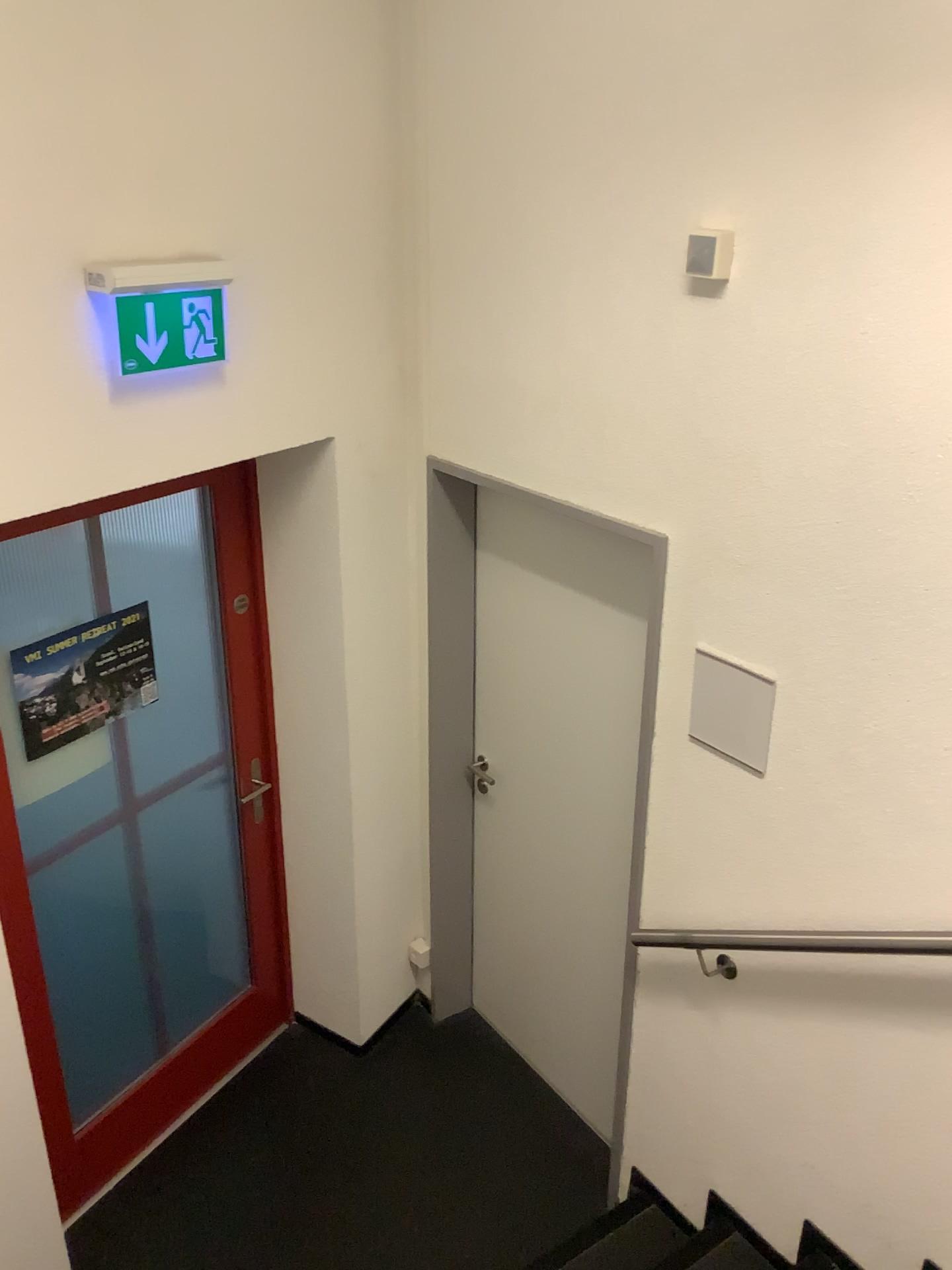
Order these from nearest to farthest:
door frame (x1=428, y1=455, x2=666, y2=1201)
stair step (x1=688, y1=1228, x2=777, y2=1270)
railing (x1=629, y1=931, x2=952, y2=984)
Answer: railing (x1=629, y1=931, x2=952, y2=984), stair step (x1=688, y1=1228, x2=777, y2=1270), door frame (x1=428, y1=455, x2=666, y2=1201)

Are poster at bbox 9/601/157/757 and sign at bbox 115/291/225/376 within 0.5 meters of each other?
no

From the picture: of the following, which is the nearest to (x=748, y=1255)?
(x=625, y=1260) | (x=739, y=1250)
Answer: (x=739, y=1250)

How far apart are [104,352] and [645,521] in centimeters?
119cm

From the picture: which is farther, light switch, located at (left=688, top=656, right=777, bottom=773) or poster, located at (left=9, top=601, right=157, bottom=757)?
poster, located at (left=9, top=601, right=157, bottom=757)

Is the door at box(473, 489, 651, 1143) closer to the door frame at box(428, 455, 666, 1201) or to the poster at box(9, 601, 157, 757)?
the door frame at box(428, 455, 666, 1201)

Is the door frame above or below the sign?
below

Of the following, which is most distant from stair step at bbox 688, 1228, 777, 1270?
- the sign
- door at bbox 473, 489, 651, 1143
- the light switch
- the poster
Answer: the sign

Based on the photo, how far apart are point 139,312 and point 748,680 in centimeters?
146cm

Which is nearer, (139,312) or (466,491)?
(139,312)
